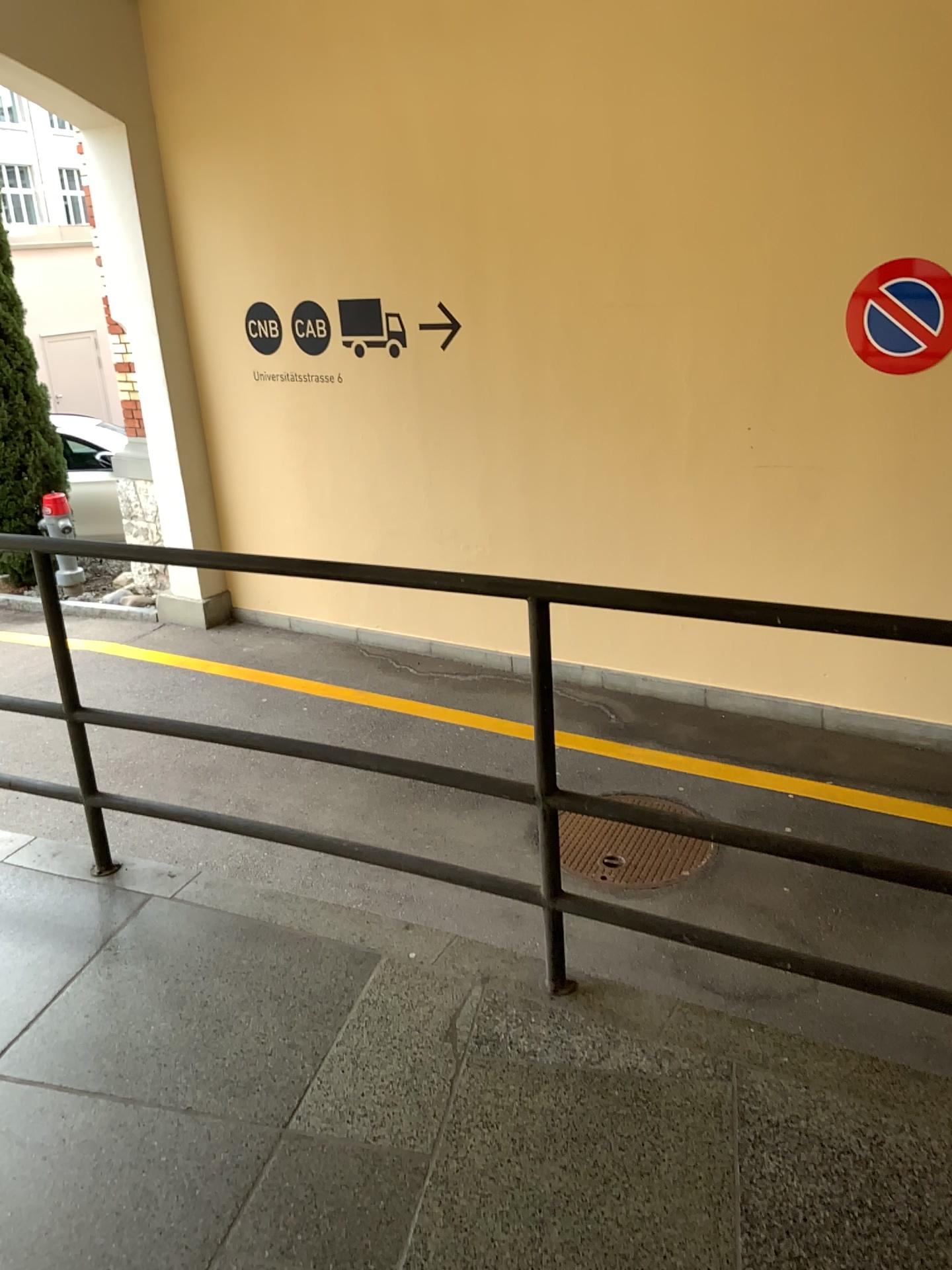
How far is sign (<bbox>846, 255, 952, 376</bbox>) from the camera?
4.6m

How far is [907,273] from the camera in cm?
455

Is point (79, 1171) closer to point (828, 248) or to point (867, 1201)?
point (867, 1201)
